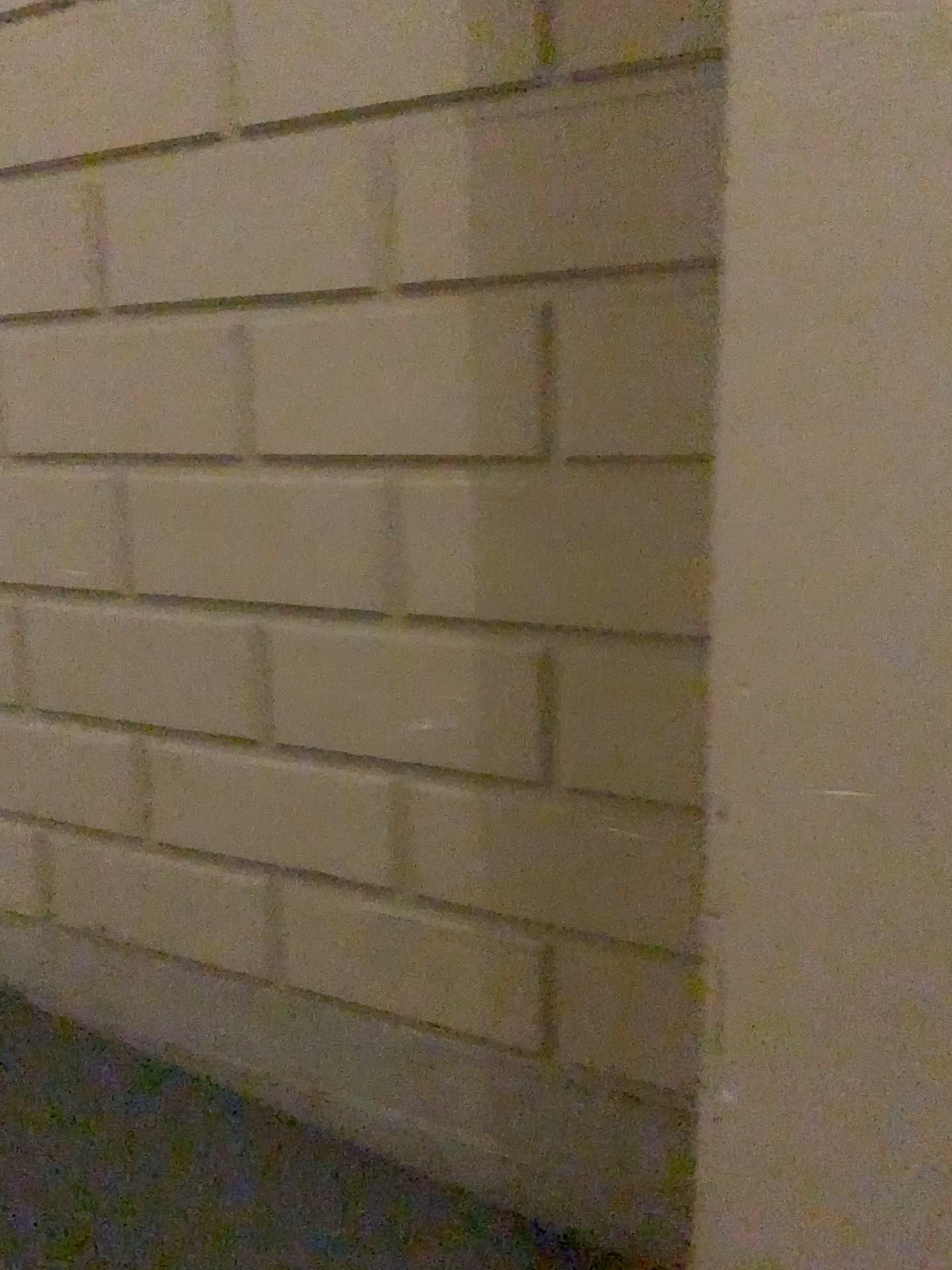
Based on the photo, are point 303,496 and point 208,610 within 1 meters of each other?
yes
